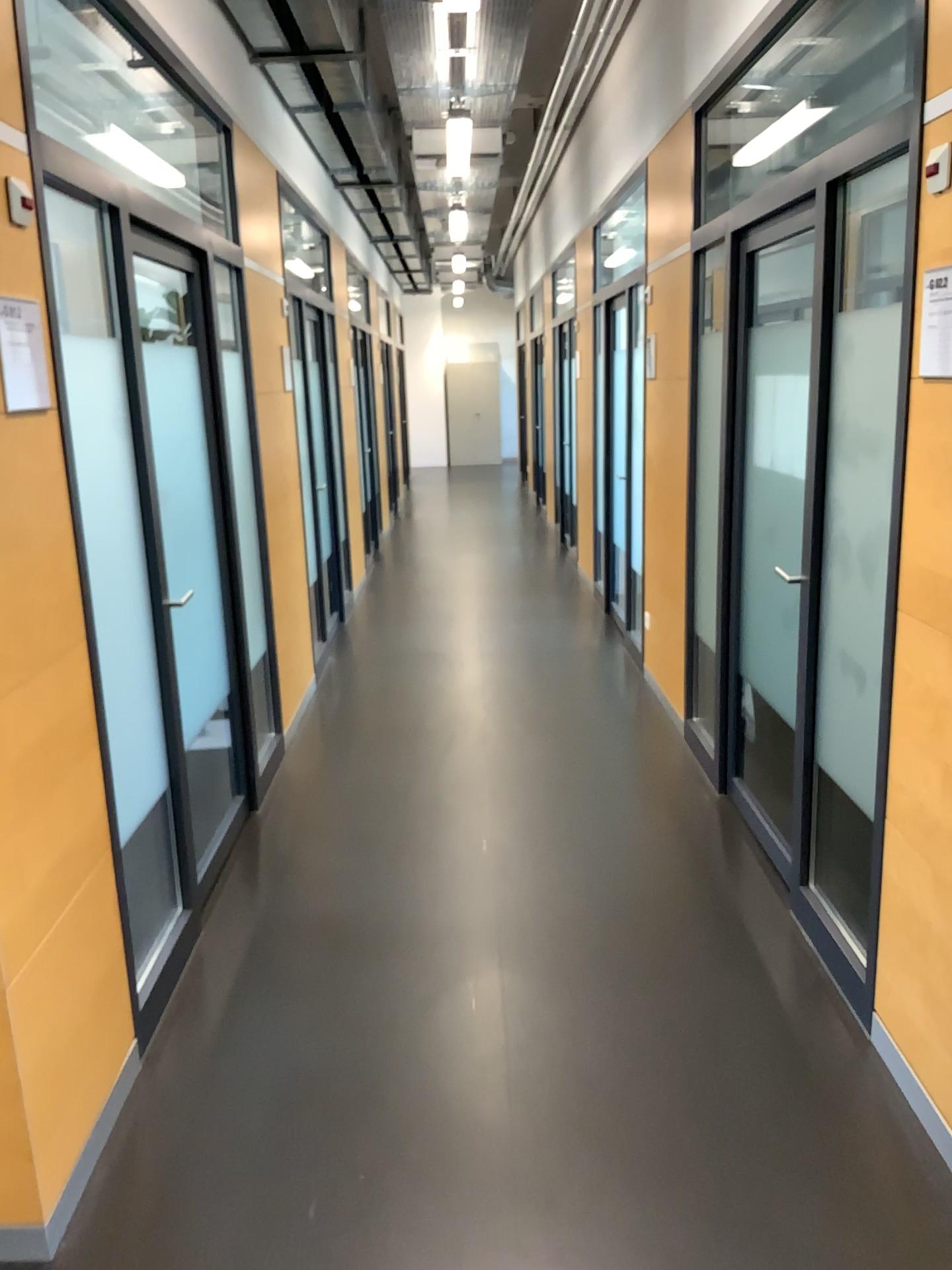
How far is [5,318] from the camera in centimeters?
202cm

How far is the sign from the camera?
2.02m

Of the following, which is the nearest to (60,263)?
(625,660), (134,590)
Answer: (134,590)
